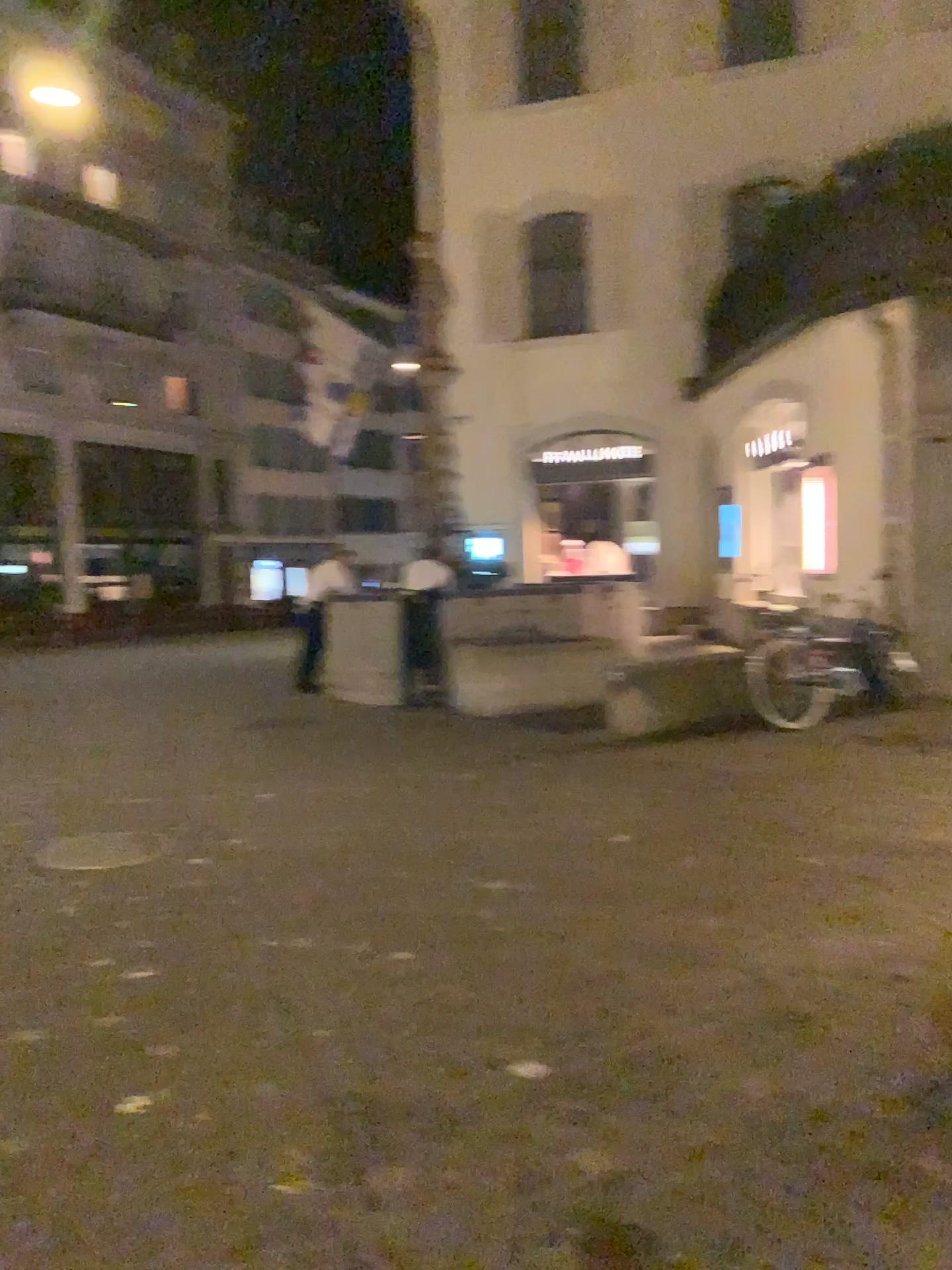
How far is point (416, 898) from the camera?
4.6m
